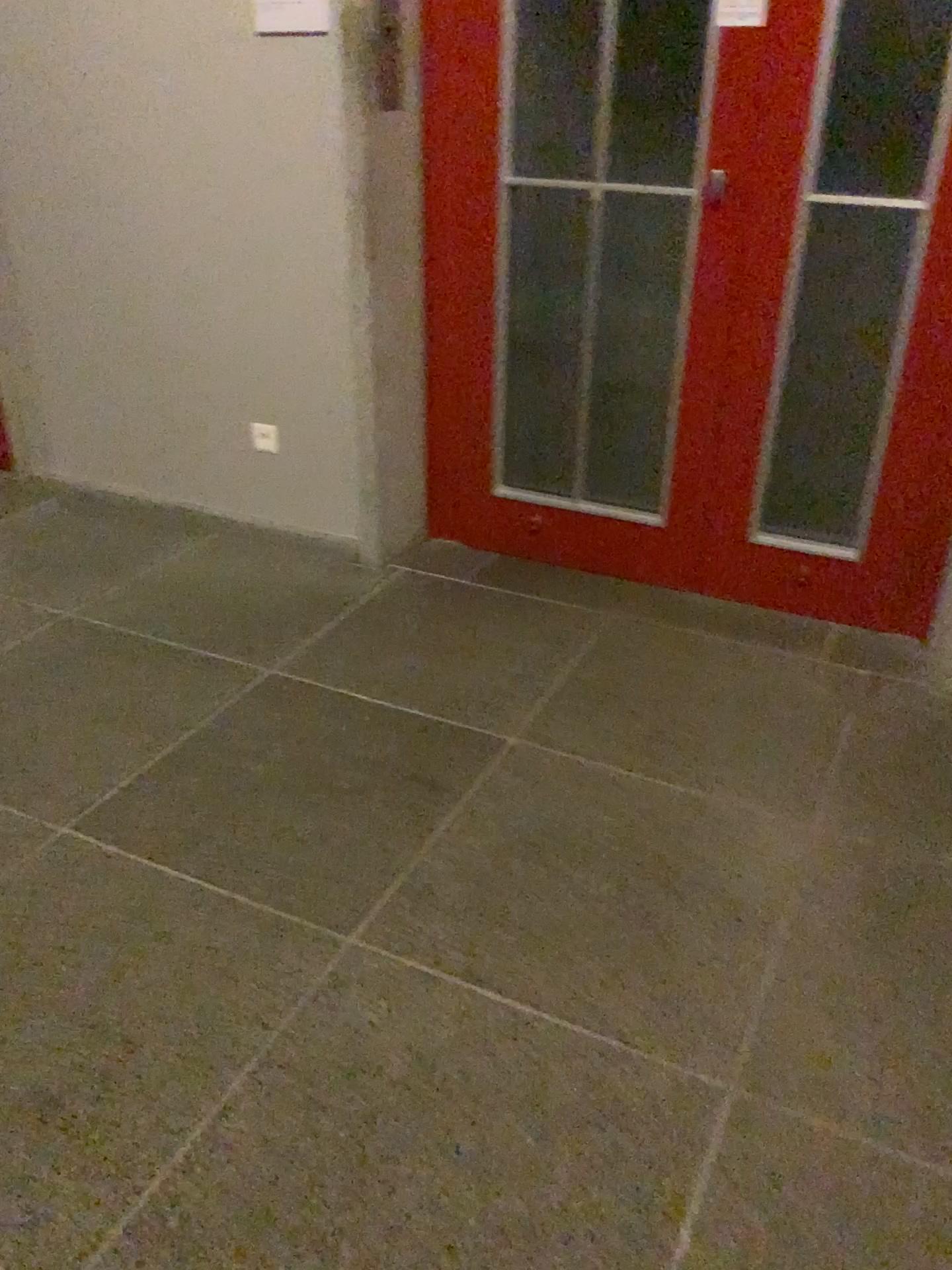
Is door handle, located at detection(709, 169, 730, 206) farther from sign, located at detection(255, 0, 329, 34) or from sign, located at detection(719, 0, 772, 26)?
sign, located at detection(255, 0, 329, 34)

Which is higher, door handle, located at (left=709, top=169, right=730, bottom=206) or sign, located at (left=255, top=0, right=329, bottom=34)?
sign, located at (left=255, top=0, right=329, bottom=34)

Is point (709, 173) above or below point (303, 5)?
below

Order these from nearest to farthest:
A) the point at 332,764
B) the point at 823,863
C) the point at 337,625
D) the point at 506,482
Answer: the point at 823,863
the point at 332,764
the point at 337,625
the point at 506,482

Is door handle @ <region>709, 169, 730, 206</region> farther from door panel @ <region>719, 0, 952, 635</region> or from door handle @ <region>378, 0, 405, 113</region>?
door handle @ <region>378, 0, 405, 113</region>

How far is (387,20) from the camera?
2.6 meters

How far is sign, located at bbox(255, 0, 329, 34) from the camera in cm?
259

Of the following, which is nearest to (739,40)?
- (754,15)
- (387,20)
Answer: (754,15)

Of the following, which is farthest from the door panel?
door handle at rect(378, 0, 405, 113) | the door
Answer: door handle at rect(378, 0, 405, 113)

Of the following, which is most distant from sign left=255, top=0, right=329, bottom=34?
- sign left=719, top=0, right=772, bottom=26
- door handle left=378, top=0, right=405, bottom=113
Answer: sign left=719, top=0, right=772, bottom=26
